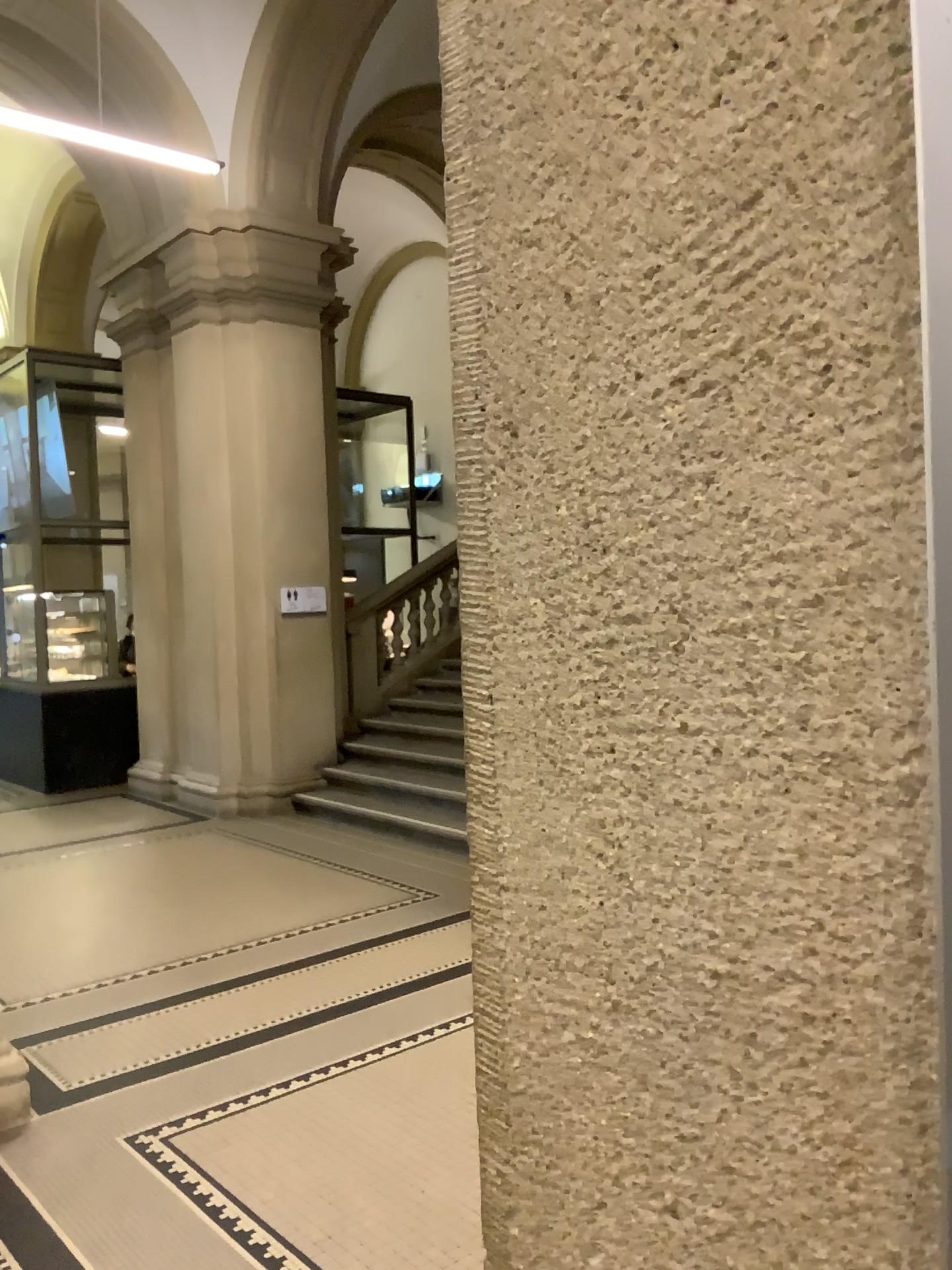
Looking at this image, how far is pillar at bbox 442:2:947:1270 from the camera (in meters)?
0.30

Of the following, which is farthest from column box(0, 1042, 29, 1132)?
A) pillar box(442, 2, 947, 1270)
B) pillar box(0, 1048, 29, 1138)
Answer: pillar box(442, 2, 947, 1270)

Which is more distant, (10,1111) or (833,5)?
(10,1111)

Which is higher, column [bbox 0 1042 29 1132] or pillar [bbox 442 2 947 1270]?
pillar [bbox 442 2 947 1270]

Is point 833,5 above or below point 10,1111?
above

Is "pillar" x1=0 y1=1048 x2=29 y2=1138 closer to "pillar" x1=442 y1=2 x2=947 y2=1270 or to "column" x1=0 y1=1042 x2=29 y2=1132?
"column" x1=0 y1=1042 x2=29 y2=1132

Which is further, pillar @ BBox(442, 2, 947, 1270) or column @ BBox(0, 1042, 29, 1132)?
column @ BBox(0, 1042, 29, 1132)

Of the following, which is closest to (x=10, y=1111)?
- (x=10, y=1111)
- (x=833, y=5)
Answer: (x=10, y=1111)

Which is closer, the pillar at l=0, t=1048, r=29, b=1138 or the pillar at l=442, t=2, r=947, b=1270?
the pillar at l=442, t=2, r=947, b=1270

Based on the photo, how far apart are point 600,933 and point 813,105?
0.3 meters
